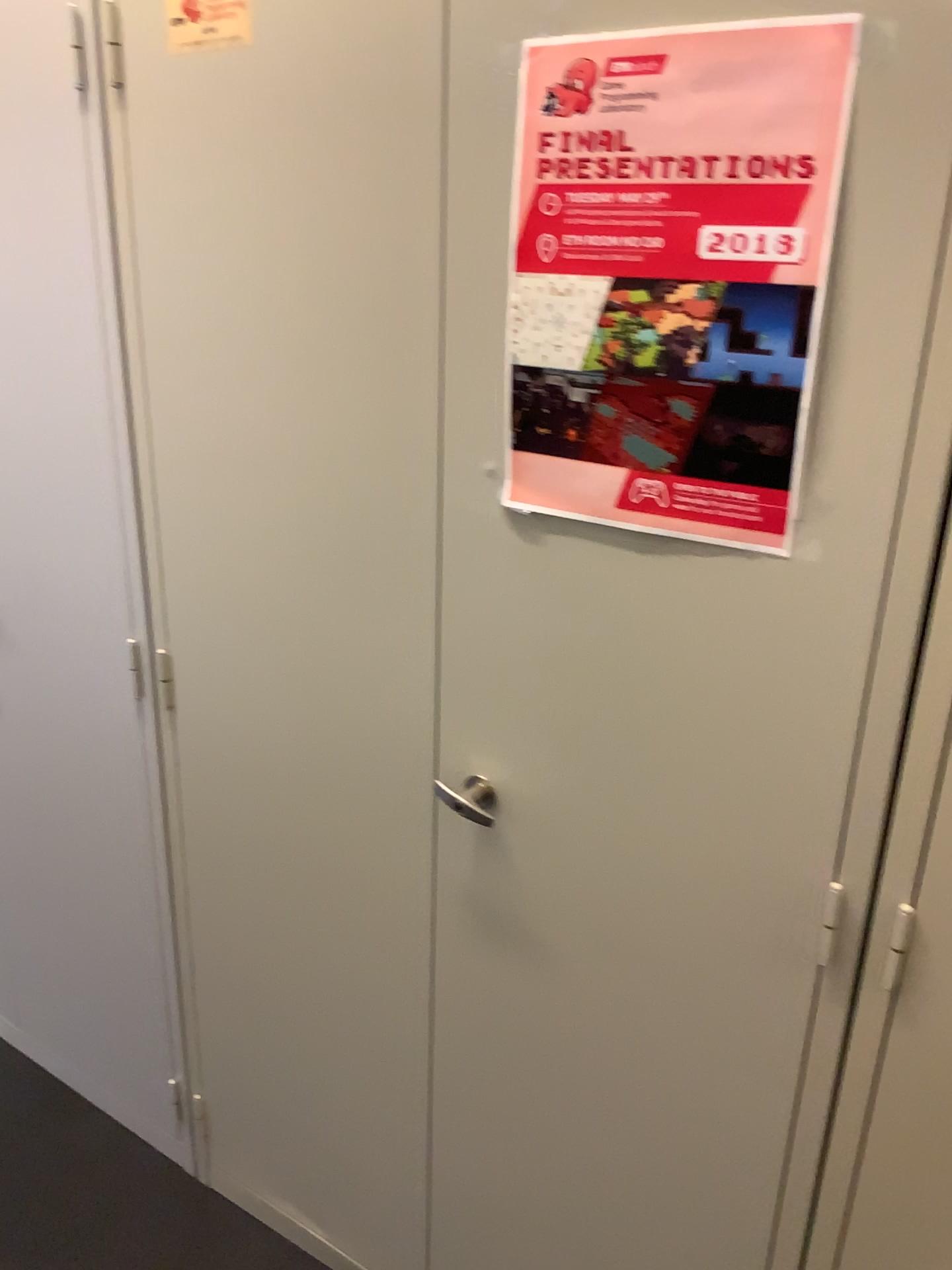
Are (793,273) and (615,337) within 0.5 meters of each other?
yes

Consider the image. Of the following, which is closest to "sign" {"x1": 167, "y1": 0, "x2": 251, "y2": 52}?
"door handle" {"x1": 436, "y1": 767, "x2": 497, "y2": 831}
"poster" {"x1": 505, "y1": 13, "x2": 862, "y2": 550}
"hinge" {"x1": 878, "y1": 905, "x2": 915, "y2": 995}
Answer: "poster" {"x1": 505, "y1": 13, "x2": 862, "y2": 550}

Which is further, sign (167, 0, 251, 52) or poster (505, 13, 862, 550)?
sign (167, 0, 251, 52)

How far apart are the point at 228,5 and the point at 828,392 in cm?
76

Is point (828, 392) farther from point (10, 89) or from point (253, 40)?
point (10, 89)

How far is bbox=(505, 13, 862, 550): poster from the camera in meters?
0.8 m

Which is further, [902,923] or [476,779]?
[476,779]

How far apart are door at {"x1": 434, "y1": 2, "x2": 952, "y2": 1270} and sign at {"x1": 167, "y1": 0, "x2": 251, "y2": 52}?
0.3m

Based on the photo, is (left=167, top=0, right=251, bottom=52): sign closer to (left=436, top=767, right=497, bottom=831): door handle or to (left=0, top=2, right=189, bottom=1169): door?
(left=0, top=2, right=189, bottom=1169): door

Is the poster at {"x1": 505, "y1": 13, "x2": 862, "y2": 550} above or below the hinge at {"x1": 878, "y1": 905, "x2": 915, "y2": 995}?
above
